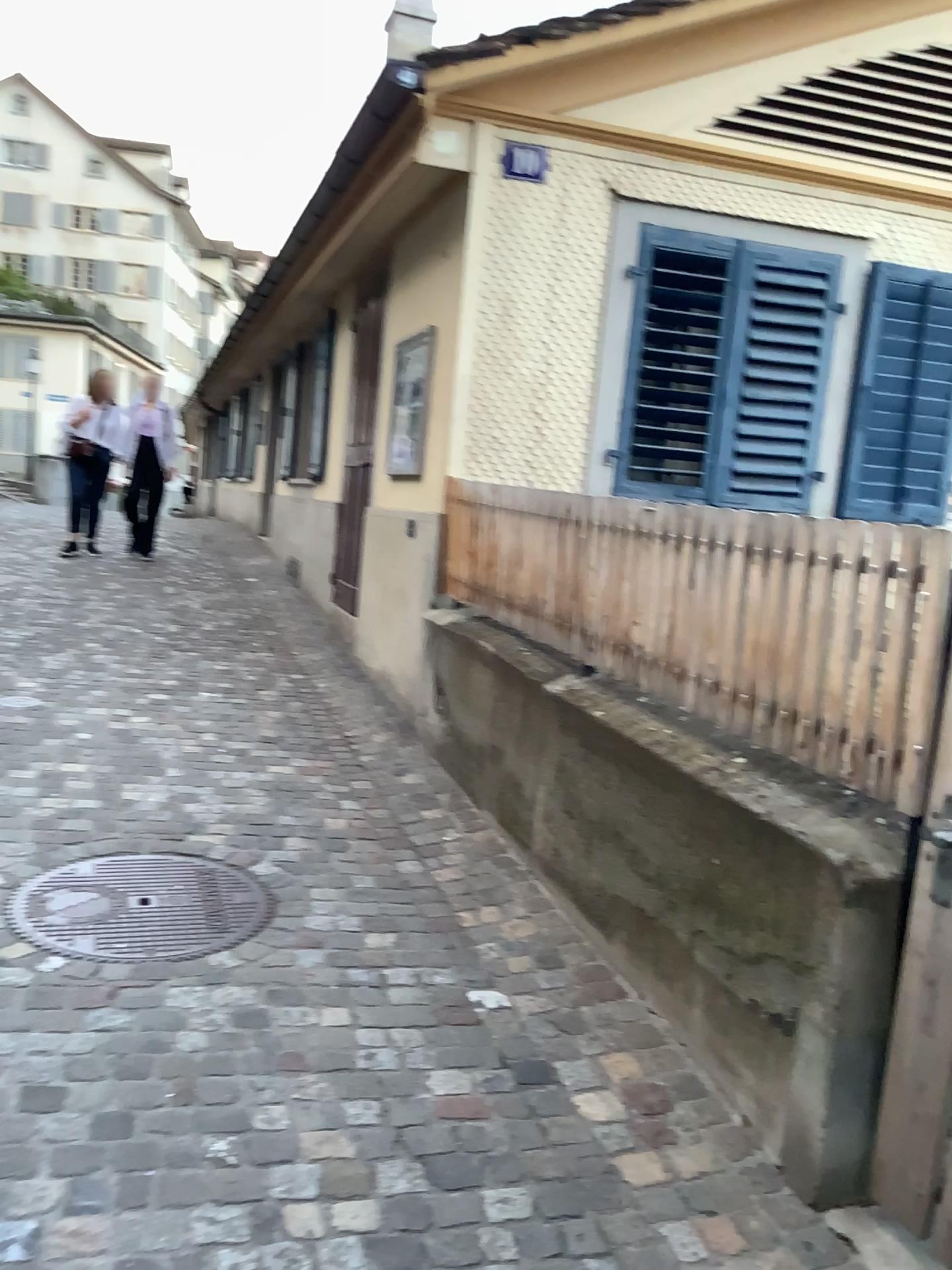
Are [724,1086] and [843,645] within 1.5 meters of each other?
yes
